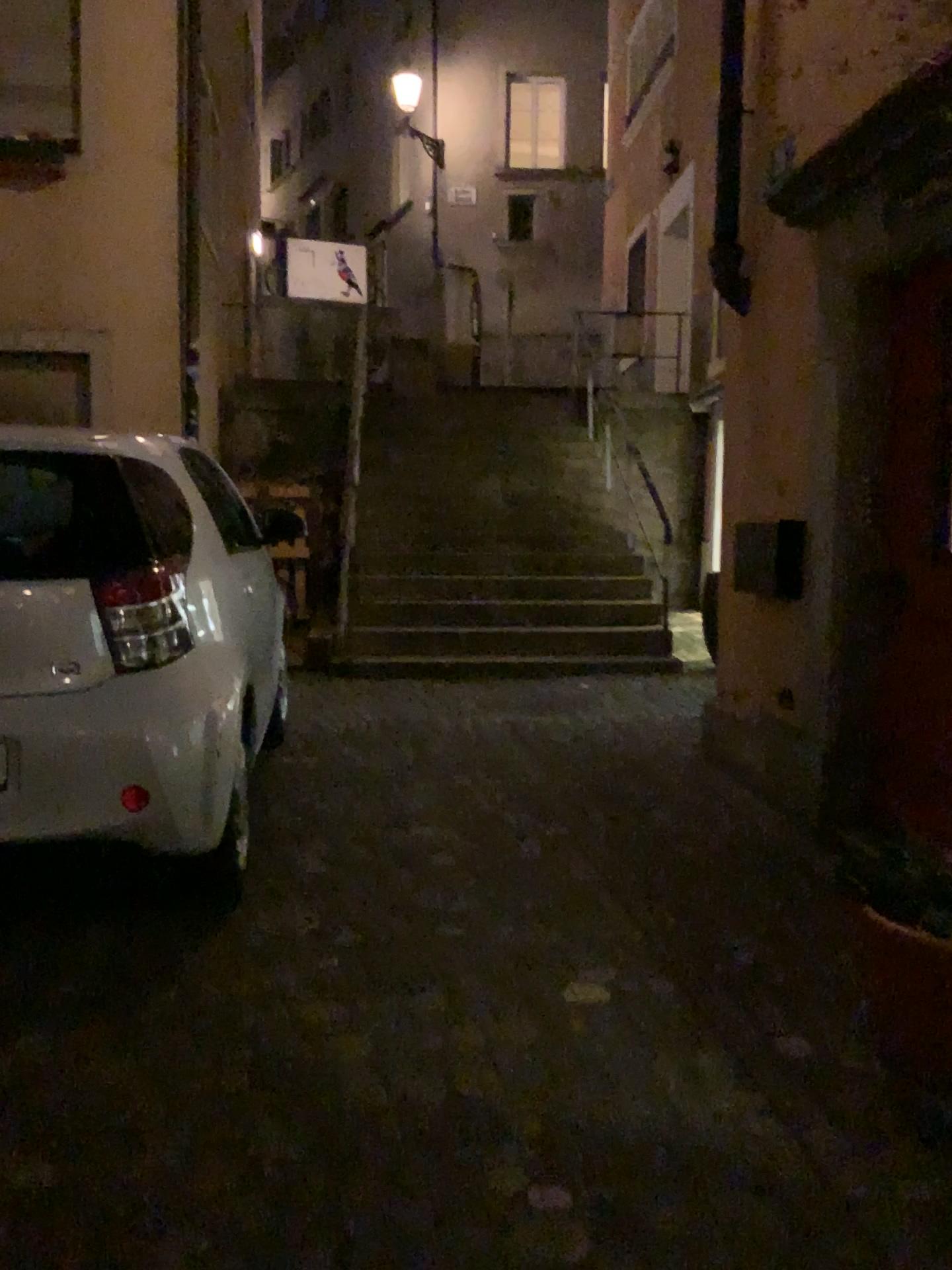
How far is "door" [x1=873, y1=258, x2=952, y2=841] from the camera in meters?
3.3

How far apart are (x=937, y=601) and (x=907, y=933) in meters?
1.4

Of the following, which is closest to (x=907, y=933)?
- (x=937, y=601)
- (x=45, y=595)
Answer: (x=937, y=601)

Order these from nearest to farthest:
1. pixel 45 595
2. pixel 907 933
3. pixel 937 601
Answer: pixel 907 933, pixel 45 595, pixel 937 601

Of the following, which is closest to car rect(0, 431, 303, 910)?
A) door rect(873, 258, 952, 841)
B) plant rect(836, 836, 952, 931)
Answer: plant rect(836, 836, 952, 931)

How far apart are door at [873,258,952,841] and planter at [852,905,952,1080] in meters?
1.0

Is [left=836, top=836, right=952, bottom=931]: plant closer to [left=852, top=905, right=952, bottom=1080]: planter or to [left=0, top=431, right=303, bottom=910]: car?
[left=852, top=905, right=952, bottom=1080]: planter

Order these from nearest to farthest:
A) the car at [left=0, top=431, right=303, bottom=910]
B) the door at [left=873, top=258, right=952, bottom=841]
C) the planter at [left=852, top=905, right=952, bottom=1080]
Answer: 1. the planter at [left=852, top=905, right=952, bottom=1080]
2. the car at [left=0, top=431, right=303, bottom=910]
3. the door at [left=873, top=258, right=952, bottom=841]

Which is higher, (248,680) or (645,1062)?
(248,680)

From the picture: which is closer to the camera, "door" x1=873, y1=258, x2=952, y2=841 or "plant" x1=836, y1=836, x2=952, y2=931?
"plant" x1=836, y1=836, x2=952, y2=931
